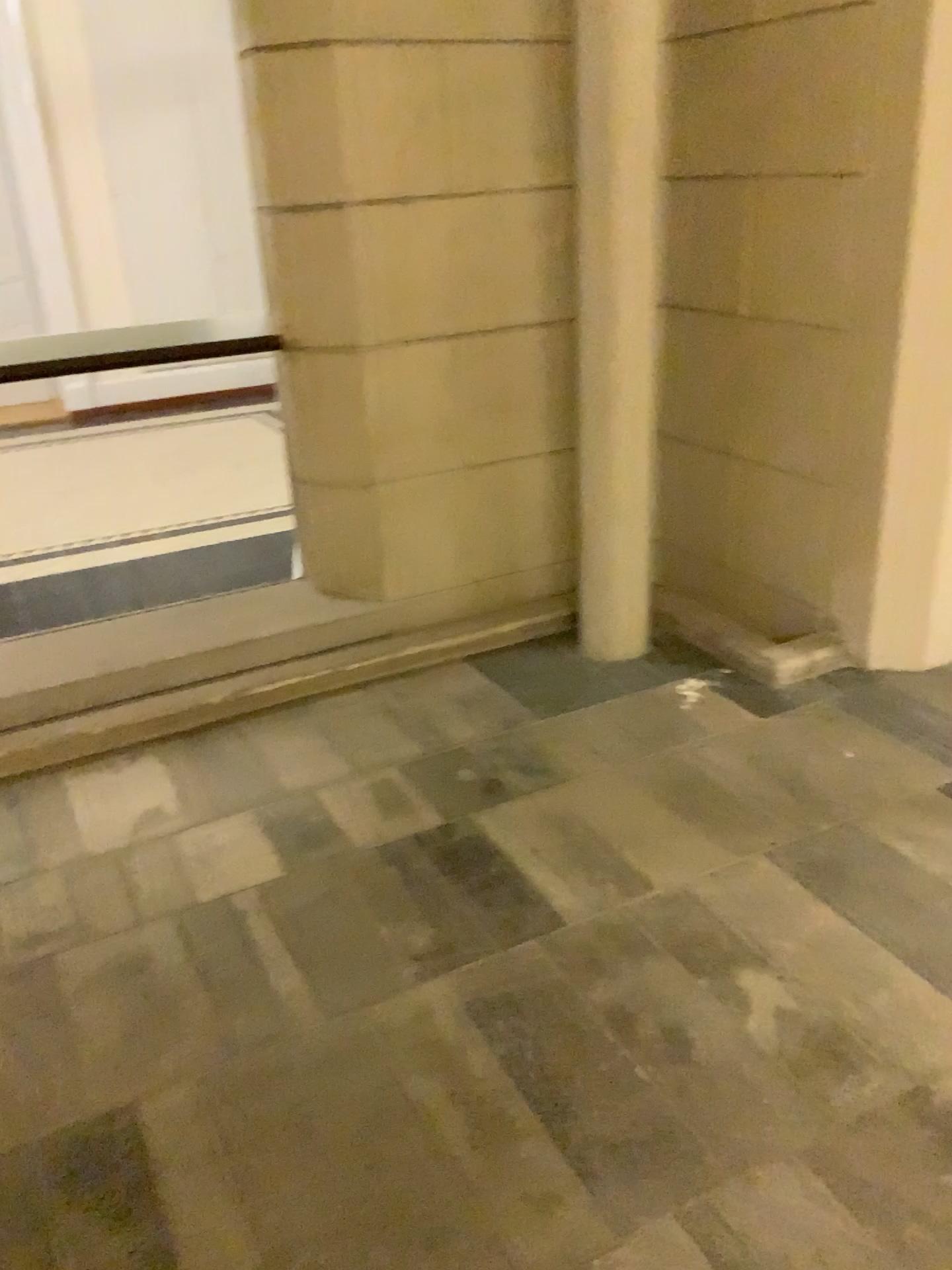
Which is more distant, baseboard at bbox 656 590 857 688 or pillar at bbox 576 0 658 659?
baseboard at bbox 656 590 857 688

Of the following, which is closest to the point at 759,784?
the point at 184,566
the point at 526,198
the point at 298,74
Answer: the point at 526,198

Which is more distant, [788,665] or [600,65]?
[788,665]

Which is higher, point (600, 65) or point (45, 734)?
point (600, 65)

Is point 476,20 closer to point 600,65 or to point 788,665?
point 600,65
